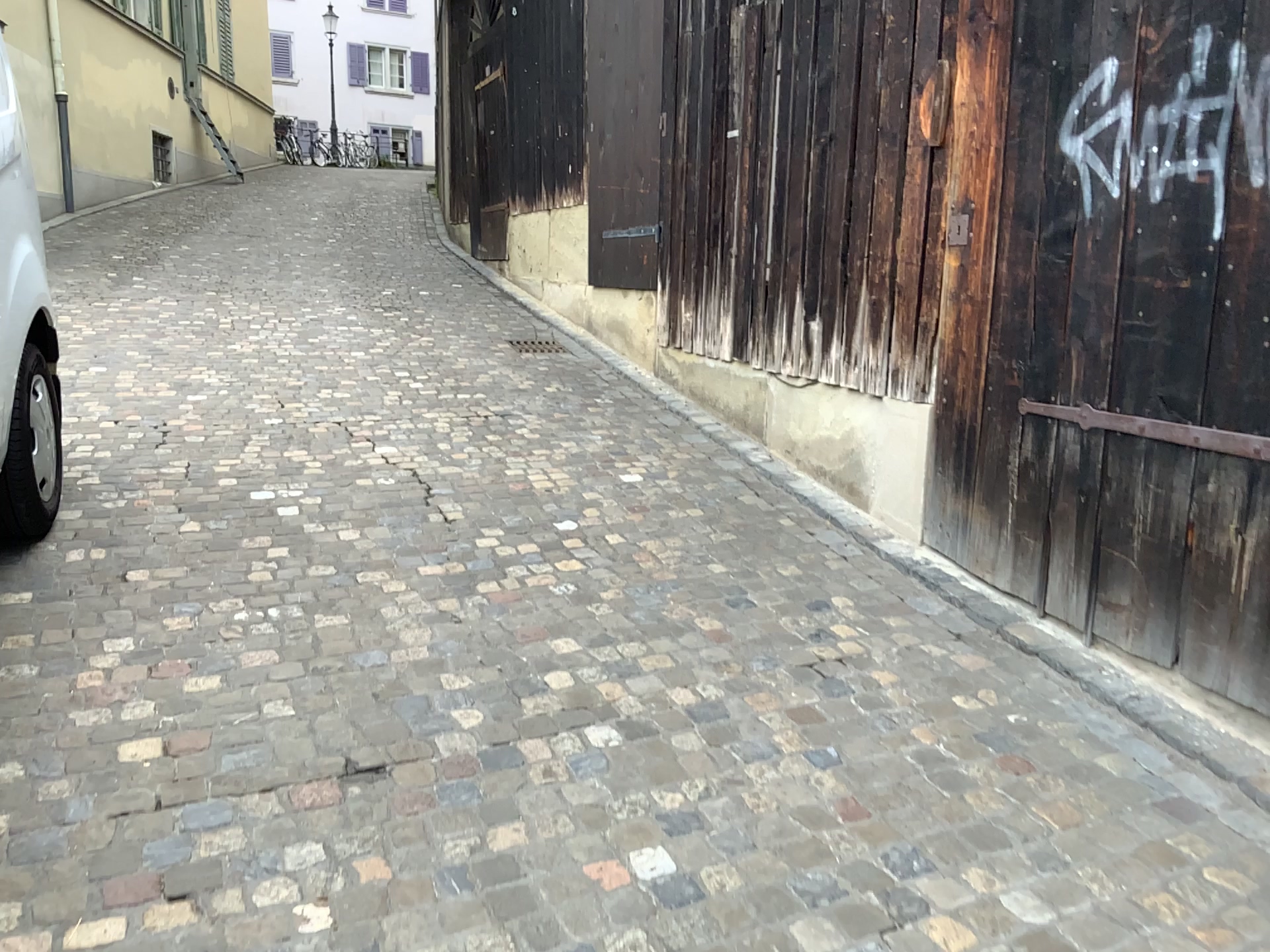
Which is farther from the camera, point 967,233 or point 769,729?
point 967,233
